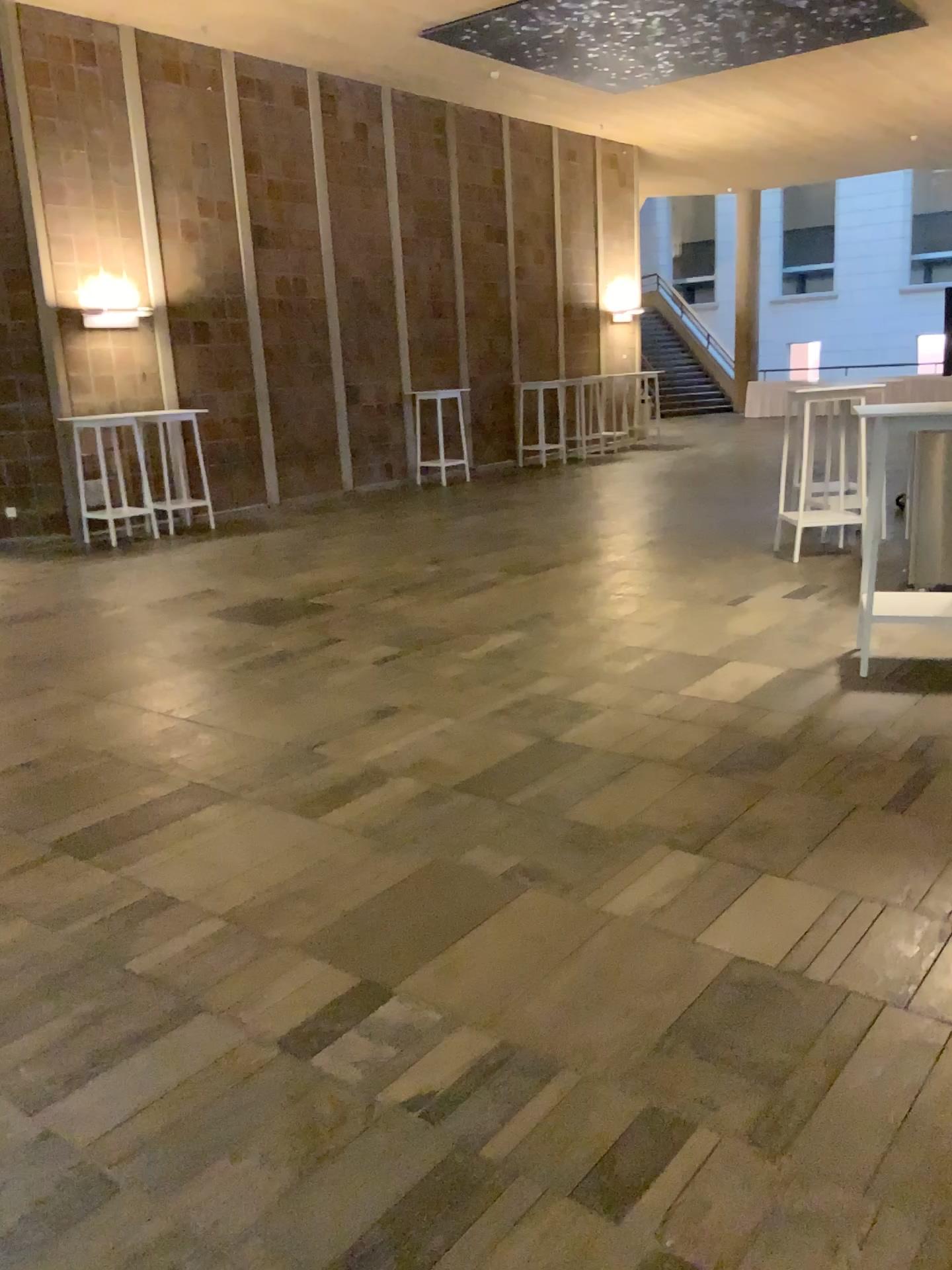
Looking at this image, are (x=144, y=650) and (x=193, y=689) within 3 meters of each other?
yes
